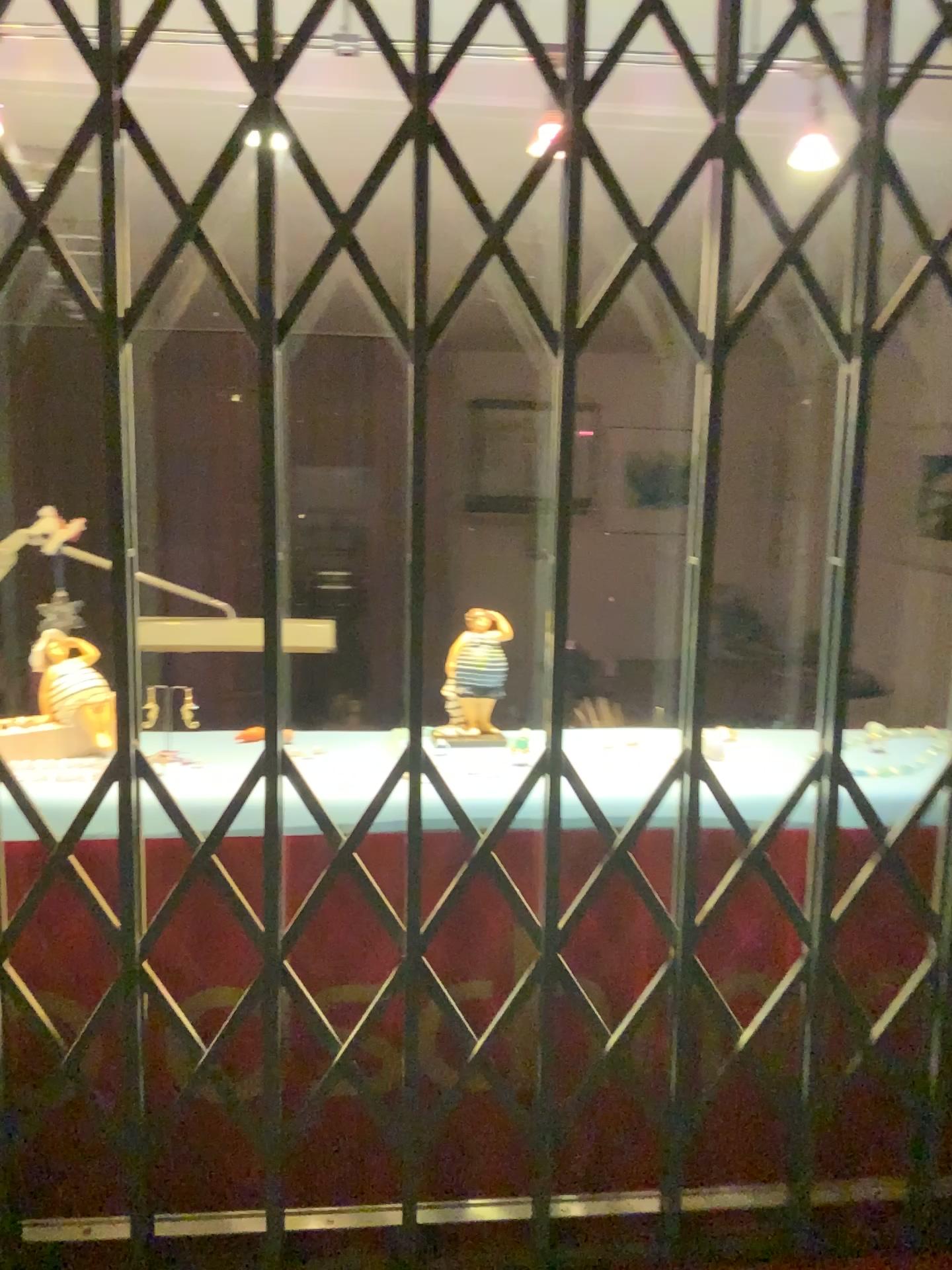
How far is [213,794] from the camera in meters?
1.2 m

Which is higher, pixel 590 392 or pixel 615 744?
pixel 590 392

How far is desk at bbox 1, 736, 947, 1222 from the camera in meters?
1.2 m
